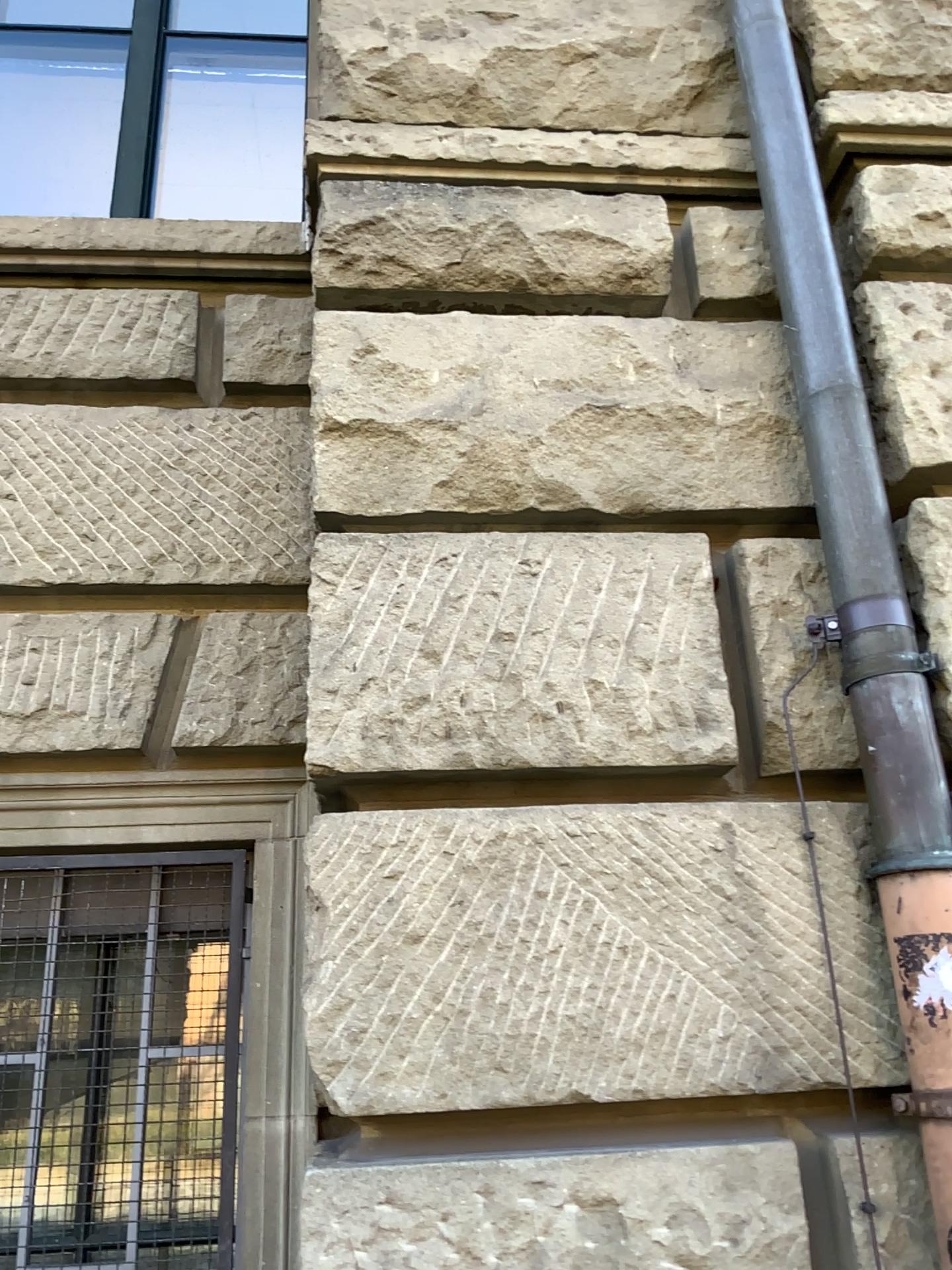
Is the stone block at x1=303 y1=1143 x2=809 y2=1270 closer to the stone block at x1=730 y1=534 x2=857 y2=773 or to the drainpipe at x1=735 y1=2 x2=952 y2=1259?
the drainpipe at x1=735 y1=2 x2=952 y2=1259

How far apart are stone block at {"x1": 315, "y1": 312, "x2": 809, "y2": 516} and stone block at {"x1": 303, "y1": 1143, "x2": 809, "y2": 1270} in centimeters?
108cm

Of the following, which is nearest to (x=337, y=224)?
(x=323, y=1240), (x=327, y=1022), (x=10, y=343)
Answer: (x=10, y=343)

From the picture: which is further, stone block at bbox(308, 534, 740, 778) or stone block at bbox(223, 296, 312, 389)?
stone block at bbox(223, 296, 312, 389)

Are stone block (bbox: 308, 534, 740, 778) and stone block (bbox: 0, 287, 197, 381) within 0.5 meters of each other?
no

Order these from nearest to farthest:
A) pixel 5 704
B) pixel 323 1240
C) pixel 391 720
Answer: pixel 323 1240 → pixel 391 720 → pixel 5 704

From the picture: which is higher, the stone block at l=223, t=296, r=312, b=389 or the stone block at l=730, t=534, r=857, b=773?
the stone block at l=223, t=296, r=312, b=389

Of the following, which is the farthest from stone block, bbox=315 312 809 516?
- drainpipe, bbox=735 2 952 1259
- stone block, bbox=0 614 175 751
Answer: stone block, bbox=0 614 175 751

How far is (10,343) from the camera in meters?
2.4 m

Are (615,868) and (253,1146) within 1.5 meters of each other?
yes
